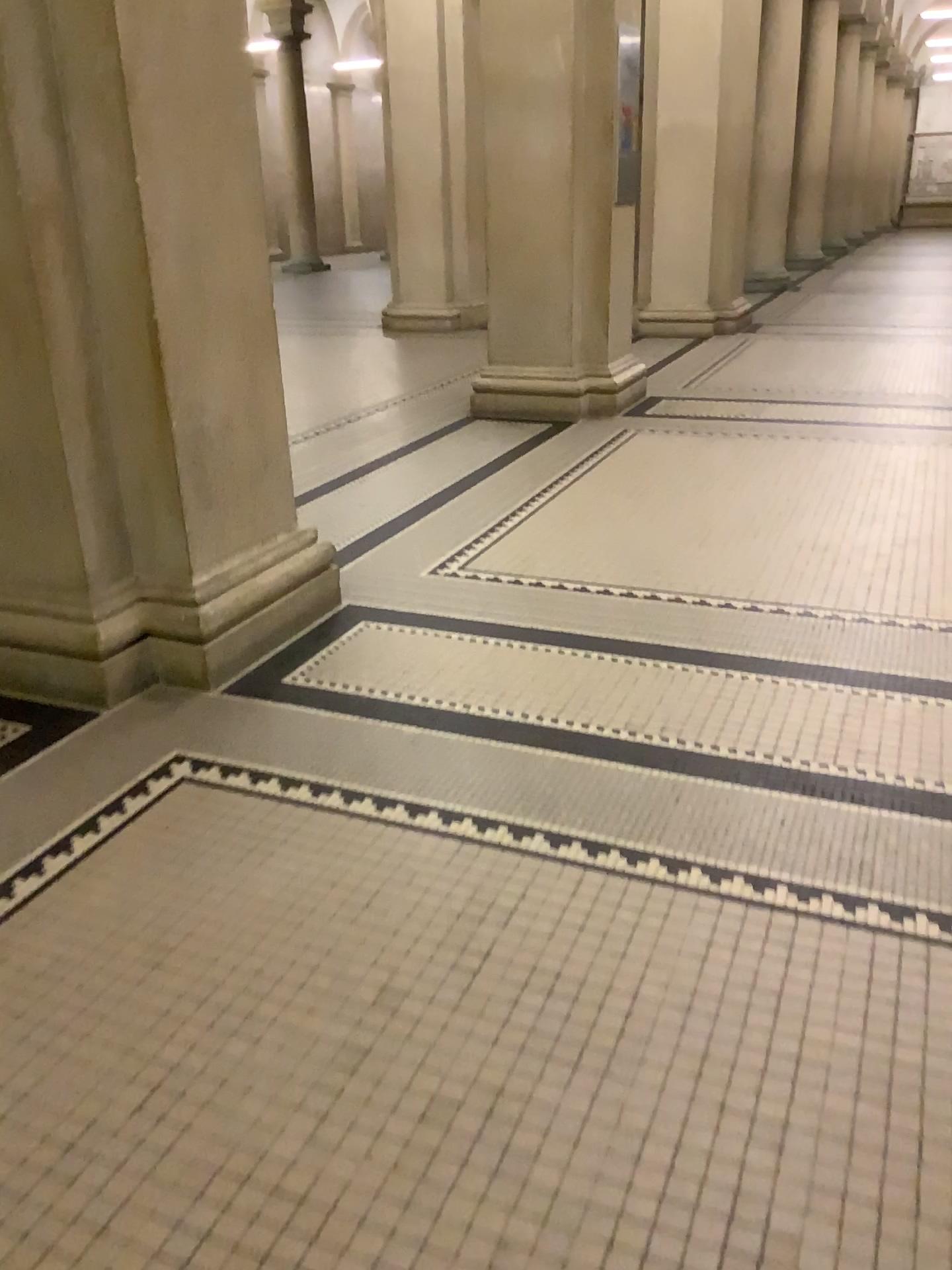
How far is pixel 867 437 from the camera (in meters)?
5.45
